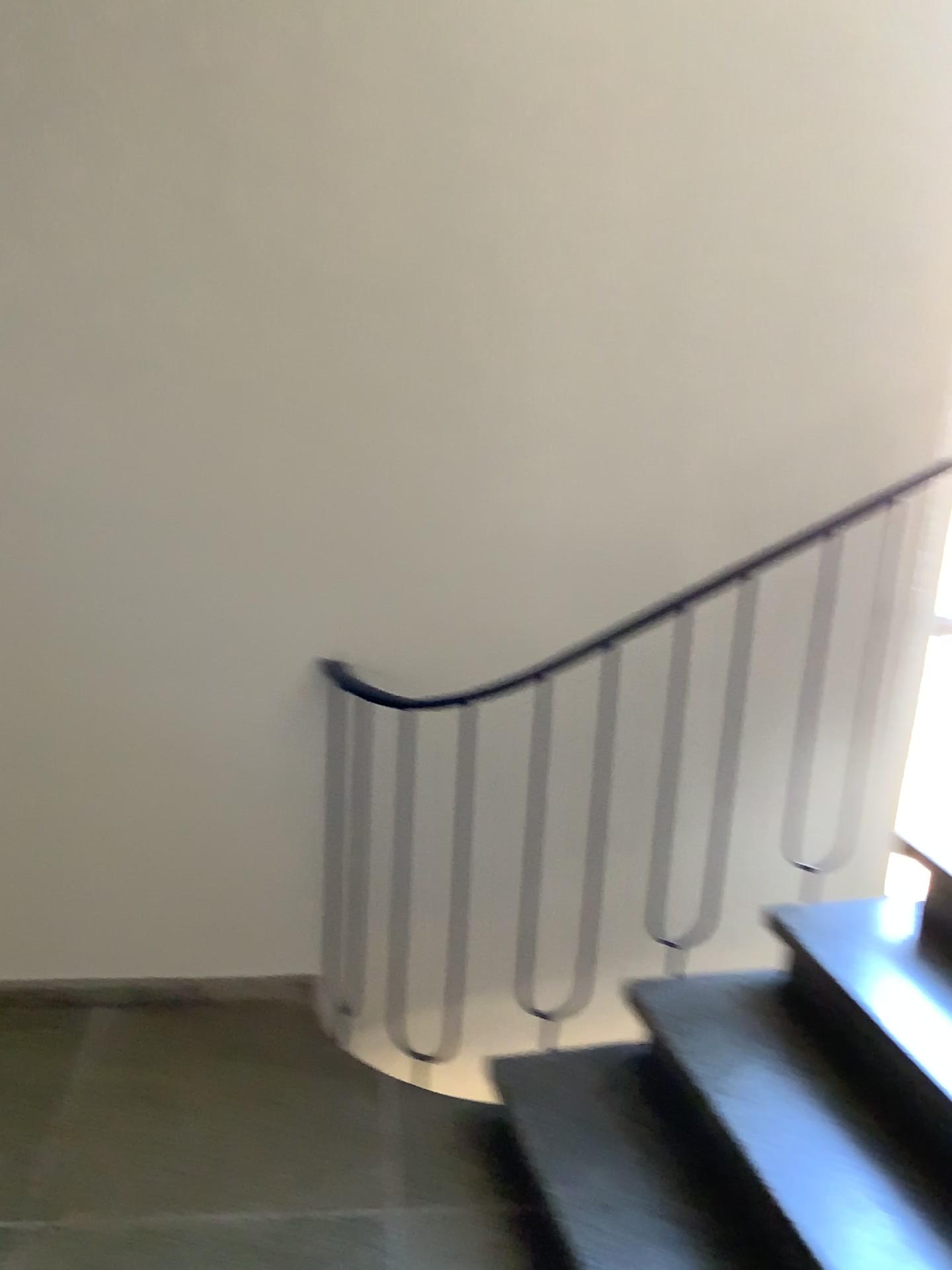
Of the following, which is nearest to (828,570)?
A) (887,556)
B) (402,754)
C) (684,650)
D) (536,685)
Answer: (887,556)

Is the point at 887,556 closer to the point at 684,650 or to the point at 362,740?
the point at 684,650

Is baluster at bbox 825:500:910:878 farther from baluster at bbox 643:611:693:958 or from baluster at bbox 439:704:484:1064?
baluster at bbox 439:704:484:1064

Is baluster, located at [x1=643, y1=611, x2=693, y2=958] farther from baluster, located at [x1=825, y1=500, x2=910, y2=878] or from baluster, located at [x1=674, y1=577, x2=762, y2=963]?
baluster, located at [x1=825, y1=500, x2=910, y2=878]

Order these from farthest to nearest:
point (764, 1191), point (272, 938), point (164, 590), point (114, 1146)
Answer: point (272, 938) → point (164, 590) → point (114, 1146) → point (764, 1191)

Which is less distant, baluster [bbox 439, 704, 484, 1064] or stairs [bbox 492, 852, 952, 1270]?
stairs [bbox 492, 852, 952, 1270]

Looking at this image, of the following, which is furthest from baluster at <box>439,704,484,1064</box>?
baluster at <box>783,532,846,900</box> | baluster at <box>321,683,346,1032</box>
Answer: baluster at <box>783,532,846,900</box>

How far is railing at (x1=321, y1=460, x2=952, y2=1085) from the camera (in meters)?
2.54

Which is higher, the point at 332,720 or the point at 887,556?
the point at 887,556

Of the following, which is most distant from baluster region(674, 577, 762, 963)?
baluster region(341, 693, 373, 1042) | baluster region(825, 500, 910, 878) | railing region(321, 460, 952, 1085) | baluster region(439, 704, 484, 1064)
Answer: baluster region(341, 693, 373, 1042)
